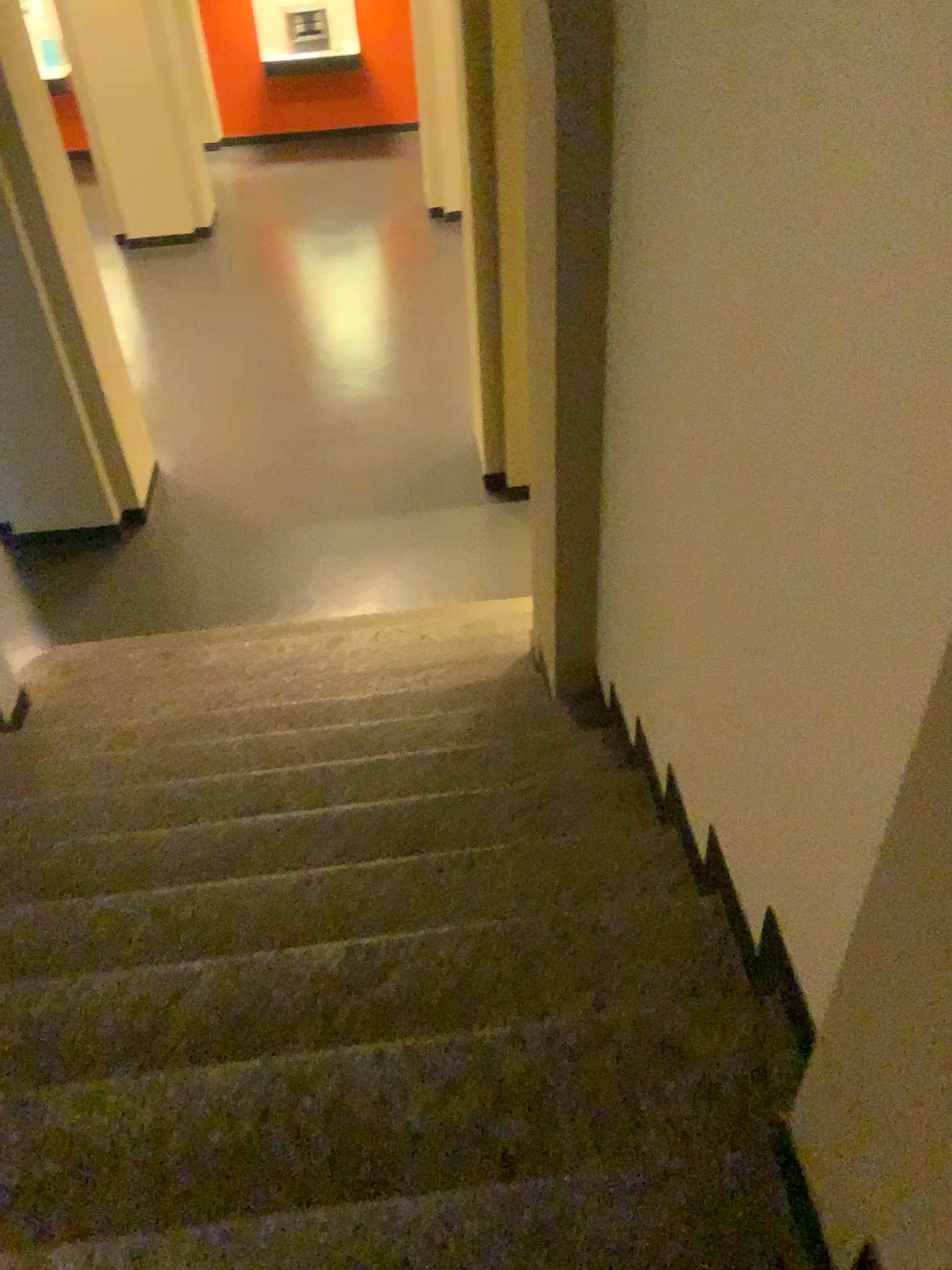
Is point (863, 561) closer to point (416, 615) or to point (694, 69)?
point (694, 69)
